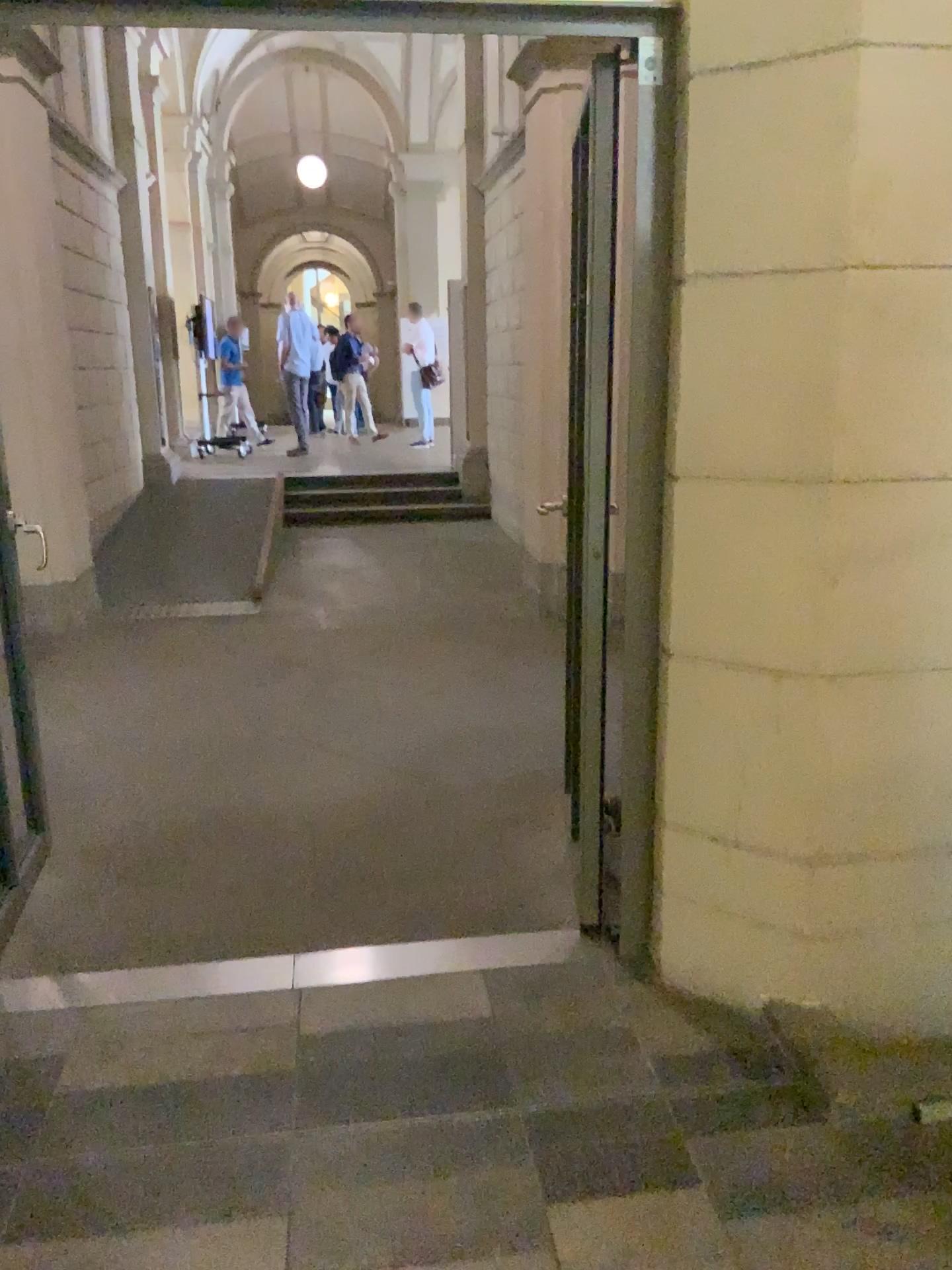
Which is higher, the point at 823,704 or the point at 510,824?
the point at 823,704
